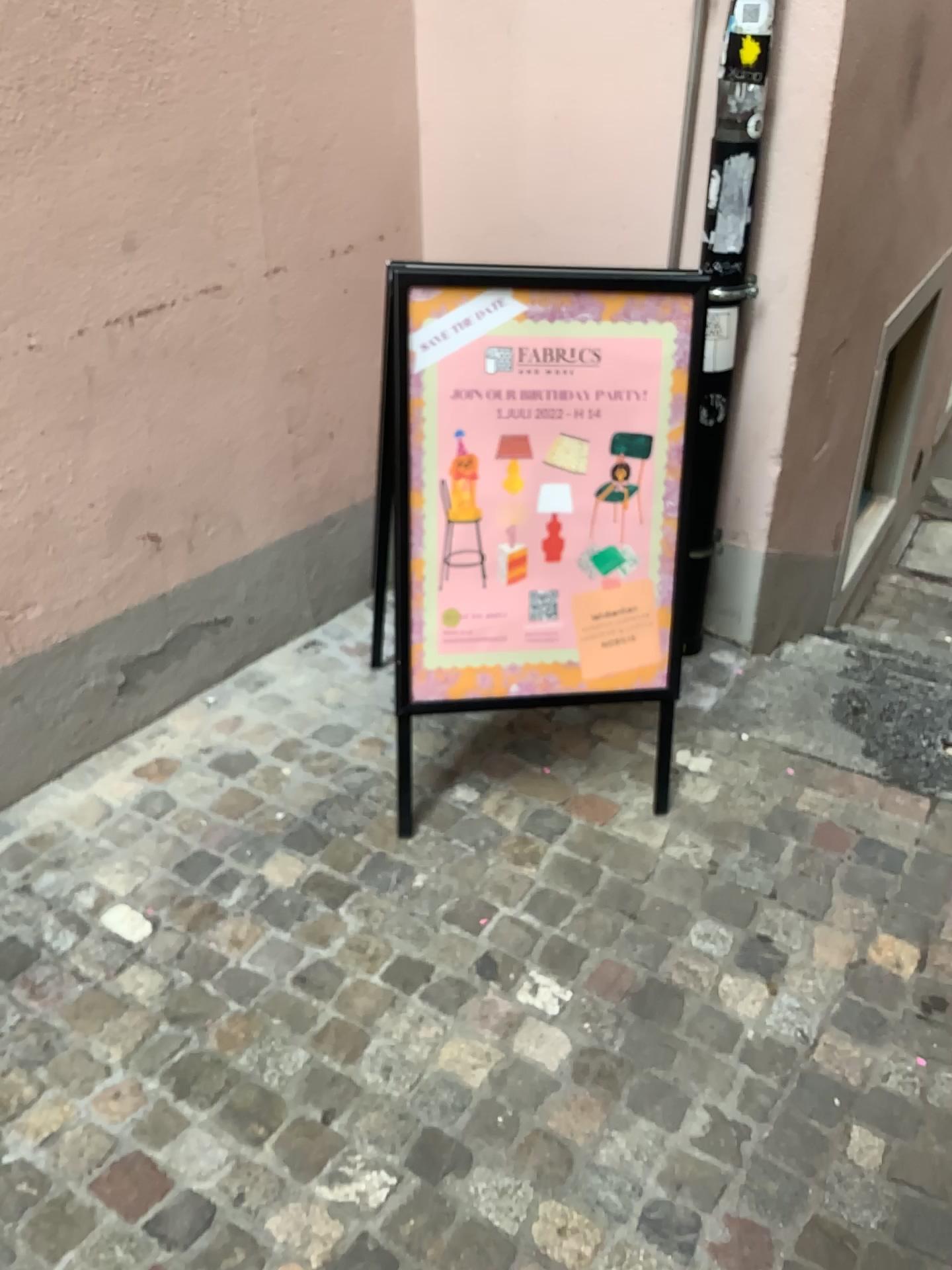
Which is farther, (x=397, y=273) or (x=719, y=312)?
(x=719, y=312)

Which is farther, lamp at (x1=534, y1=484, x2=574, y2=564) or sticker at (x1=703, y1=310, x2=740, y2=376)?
sticker at (x1=703, y1=310, x2=740, y2=376)

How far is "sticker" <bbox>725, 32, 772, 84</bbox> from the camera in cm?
222

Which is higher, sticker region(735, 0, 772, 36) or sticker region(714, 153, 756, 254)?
sticker region(735, 0, 772, 36)

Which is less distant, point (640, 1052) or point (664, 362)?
point (640, 1052)

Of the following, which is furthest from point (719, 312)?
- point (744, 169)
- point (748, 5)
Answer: point (748, 5)

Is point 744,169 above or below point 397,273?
above

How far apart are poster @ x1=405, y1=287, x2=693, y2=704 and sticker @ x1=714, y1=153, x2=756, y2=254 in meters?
0.3 m

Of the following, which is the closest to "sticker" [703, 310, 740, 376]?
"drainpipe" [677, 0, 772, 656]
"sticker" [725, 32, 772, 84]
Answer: "drainpipe" [677, 0, 772, 656]

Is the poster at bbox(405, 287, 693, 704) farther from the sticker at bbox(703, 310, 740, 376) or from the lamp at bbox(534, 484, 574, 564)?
the sticker at bbox(703, 310, 740, 376)
